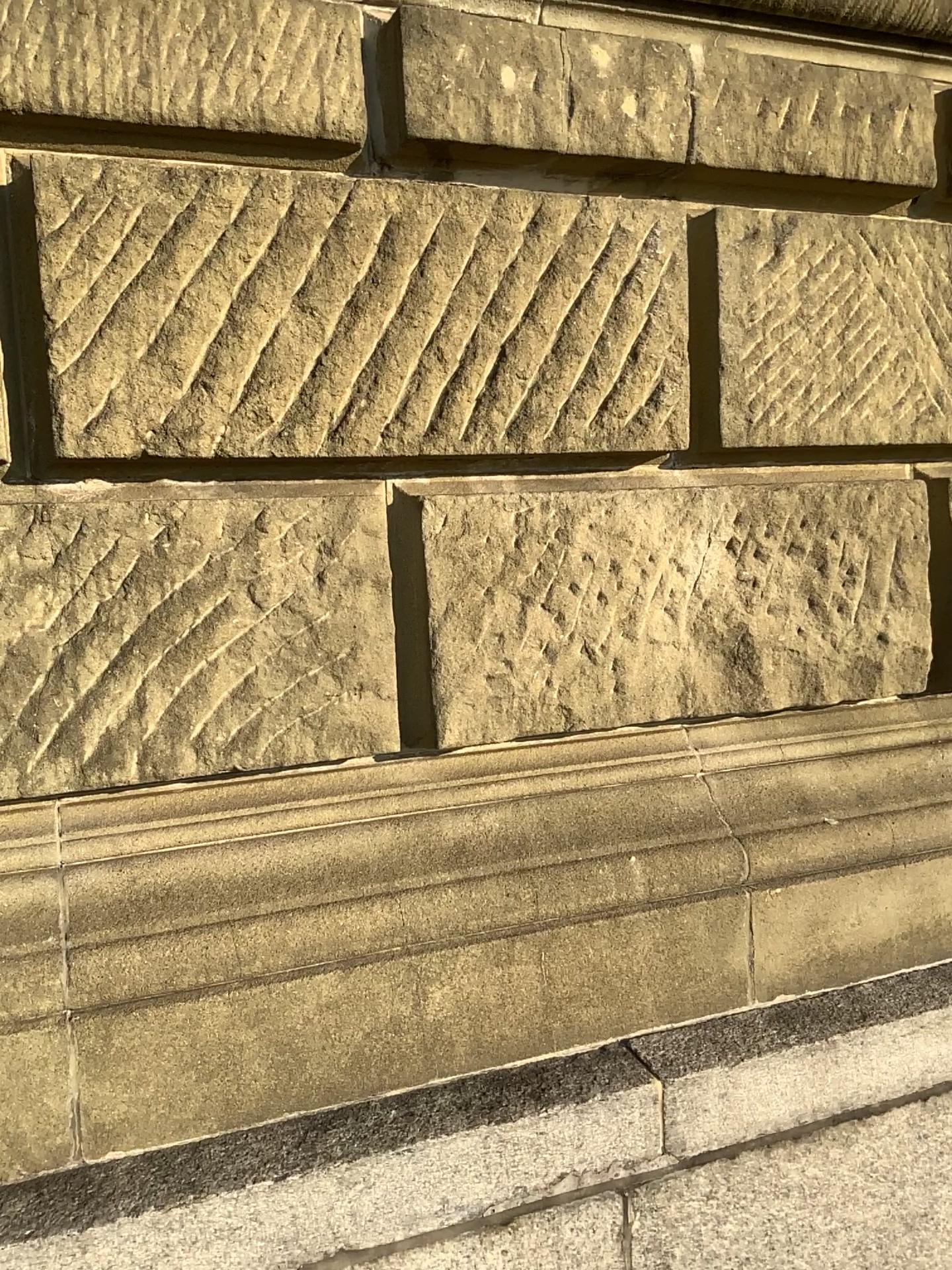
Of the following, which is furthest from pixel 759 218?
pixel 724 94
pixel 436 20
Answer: pixel 436 20

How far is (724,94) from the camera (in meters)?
1.92

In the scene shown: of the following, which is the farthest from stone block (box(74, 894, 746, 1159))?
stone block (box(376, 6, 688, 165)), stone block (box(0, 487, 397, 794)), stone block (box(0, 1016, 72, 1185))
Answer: stone block (box(376, 6, 688, 165))

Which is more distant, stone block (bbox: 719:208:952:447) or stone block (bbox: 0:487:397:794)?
stone block (bbox: 719:208:952:447)

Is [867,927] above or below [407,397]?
below

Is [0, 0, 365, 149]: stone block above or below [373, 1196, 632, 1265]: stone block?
above

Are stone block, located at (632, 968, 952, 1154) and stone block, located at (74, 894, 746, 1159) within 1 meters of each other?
yes

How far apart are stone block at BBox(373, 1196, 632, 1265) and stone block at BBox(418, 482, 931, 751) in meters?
0.8

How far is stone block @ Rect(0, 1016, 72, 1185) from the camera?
1.5m

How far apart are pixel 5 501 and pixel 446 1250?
1.3m
